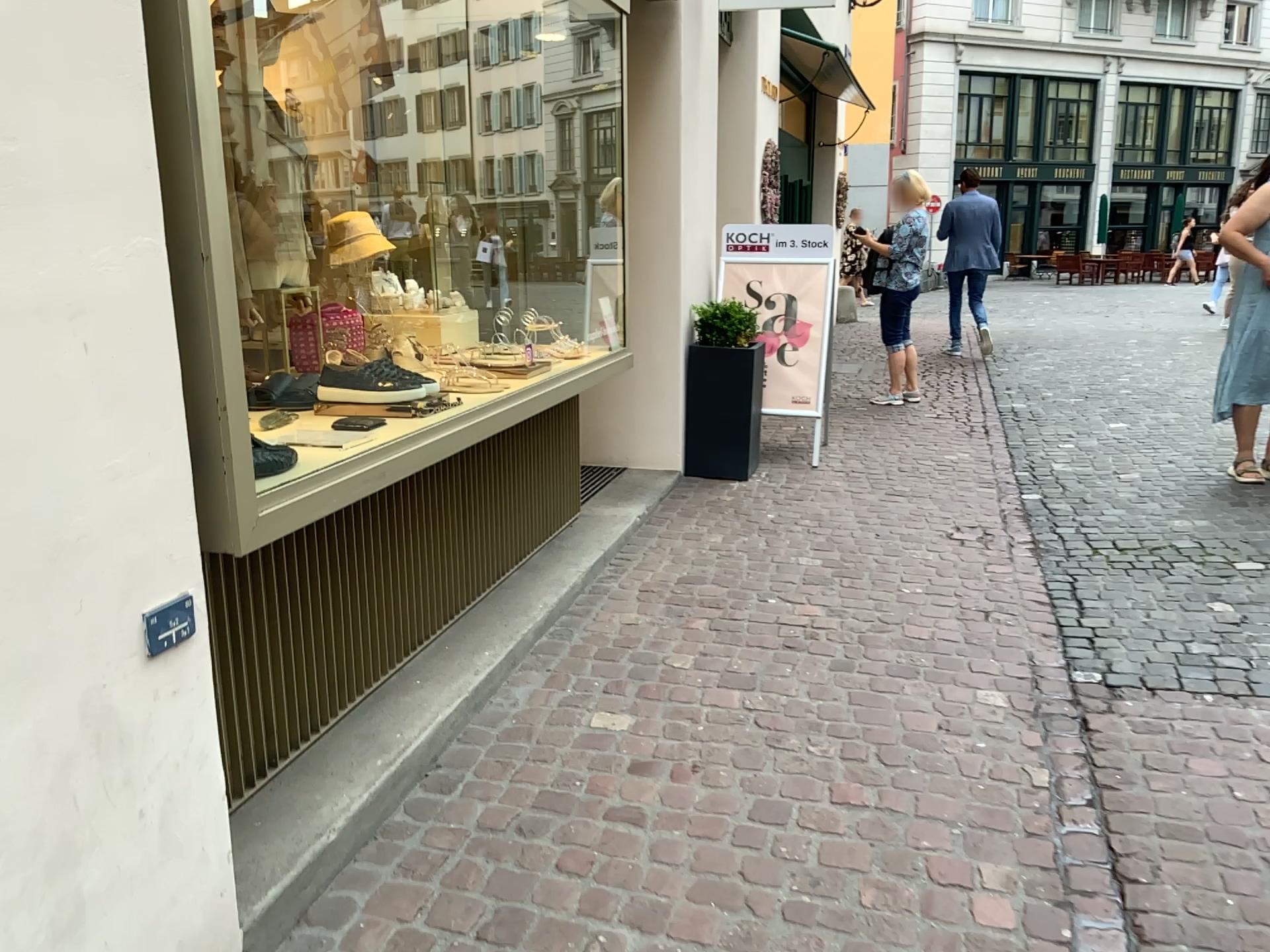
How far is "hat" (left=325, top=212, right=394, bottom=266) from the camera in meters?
3.7

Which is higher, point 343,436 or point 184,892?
point 343,436

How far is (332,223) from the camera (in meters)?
3.71
